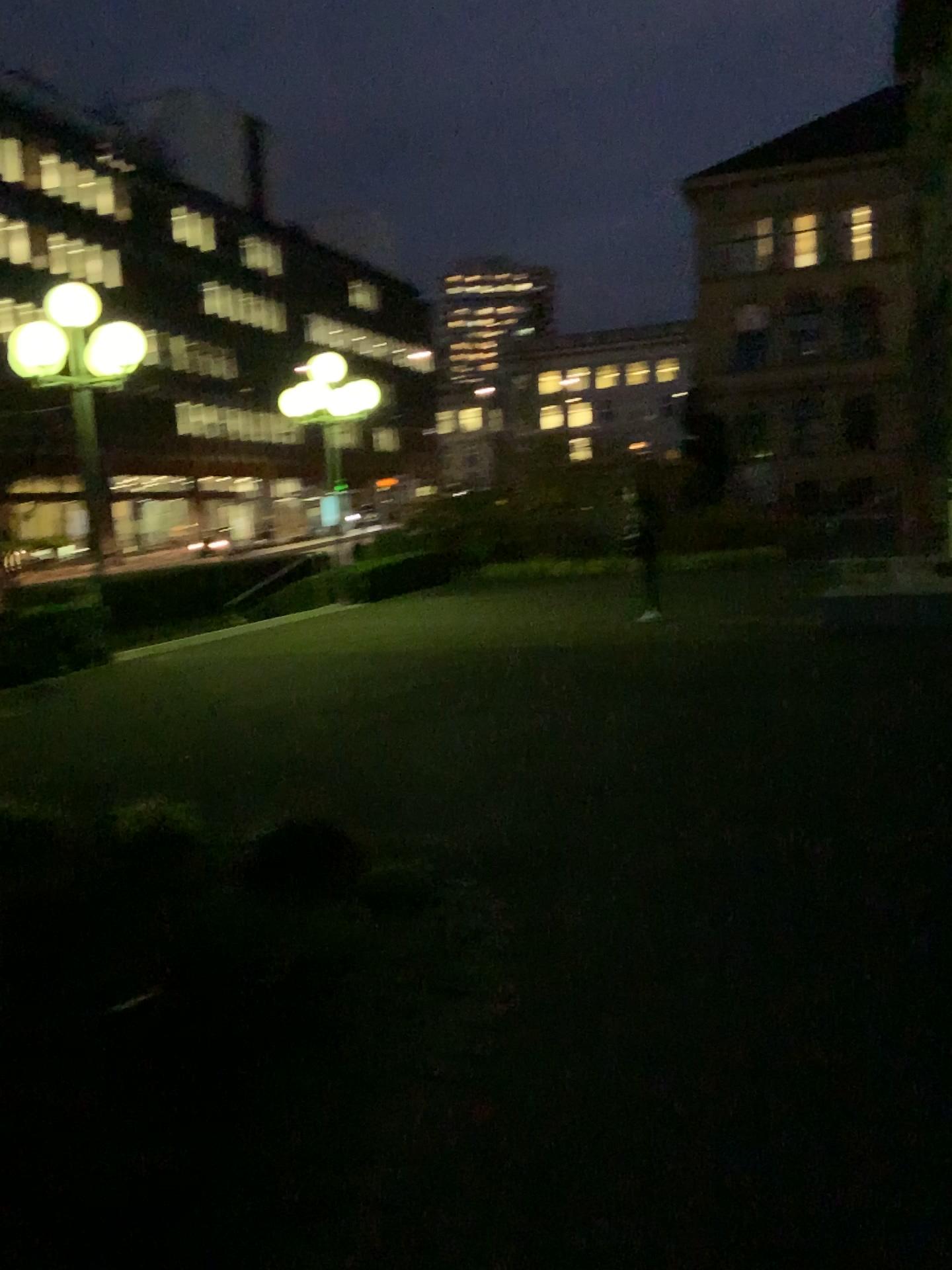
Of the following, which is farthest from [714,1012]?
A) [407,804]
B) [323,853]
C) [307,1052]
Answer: [407,804]
